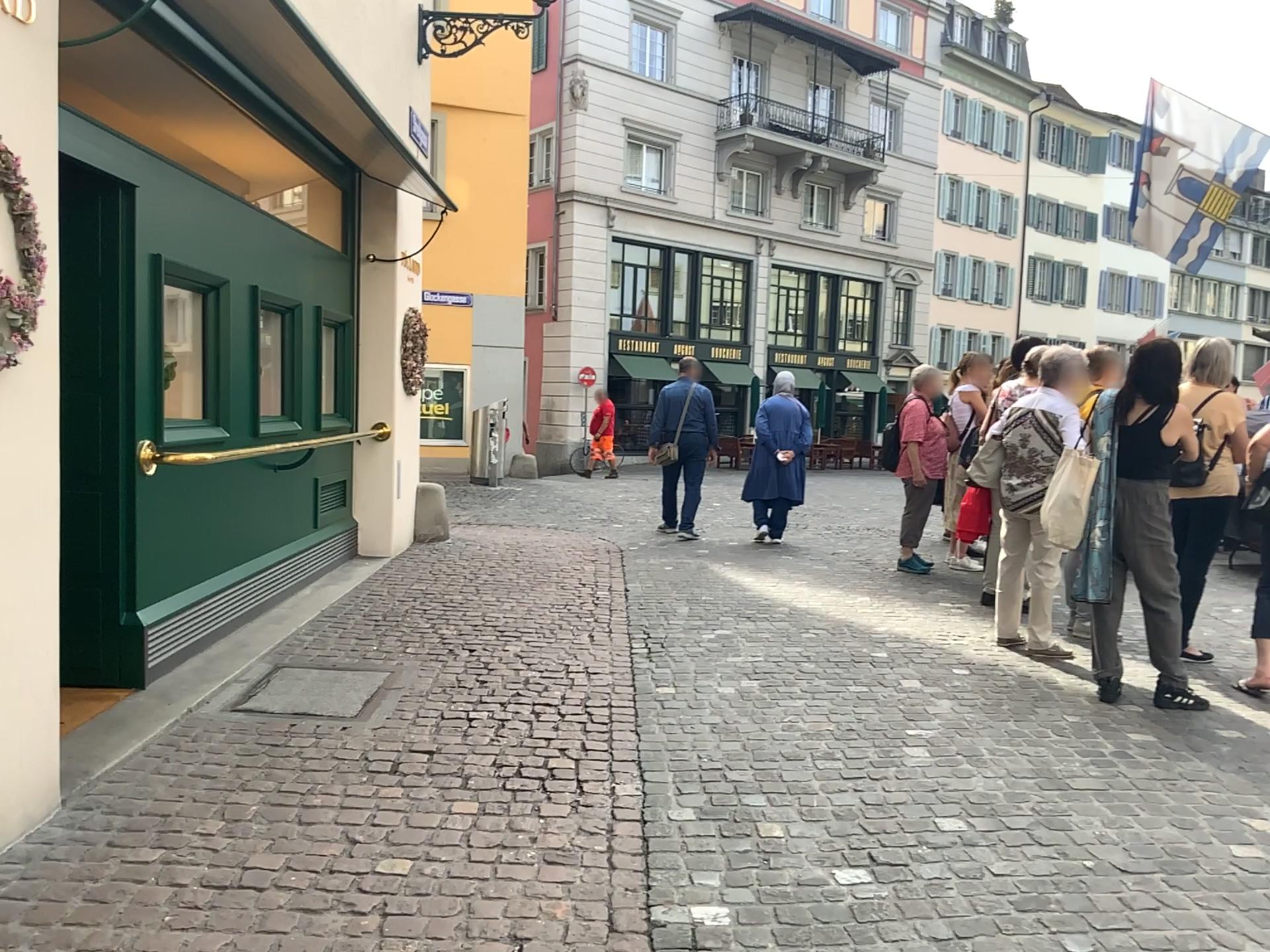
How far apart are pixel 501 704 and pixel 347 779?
1.0m
